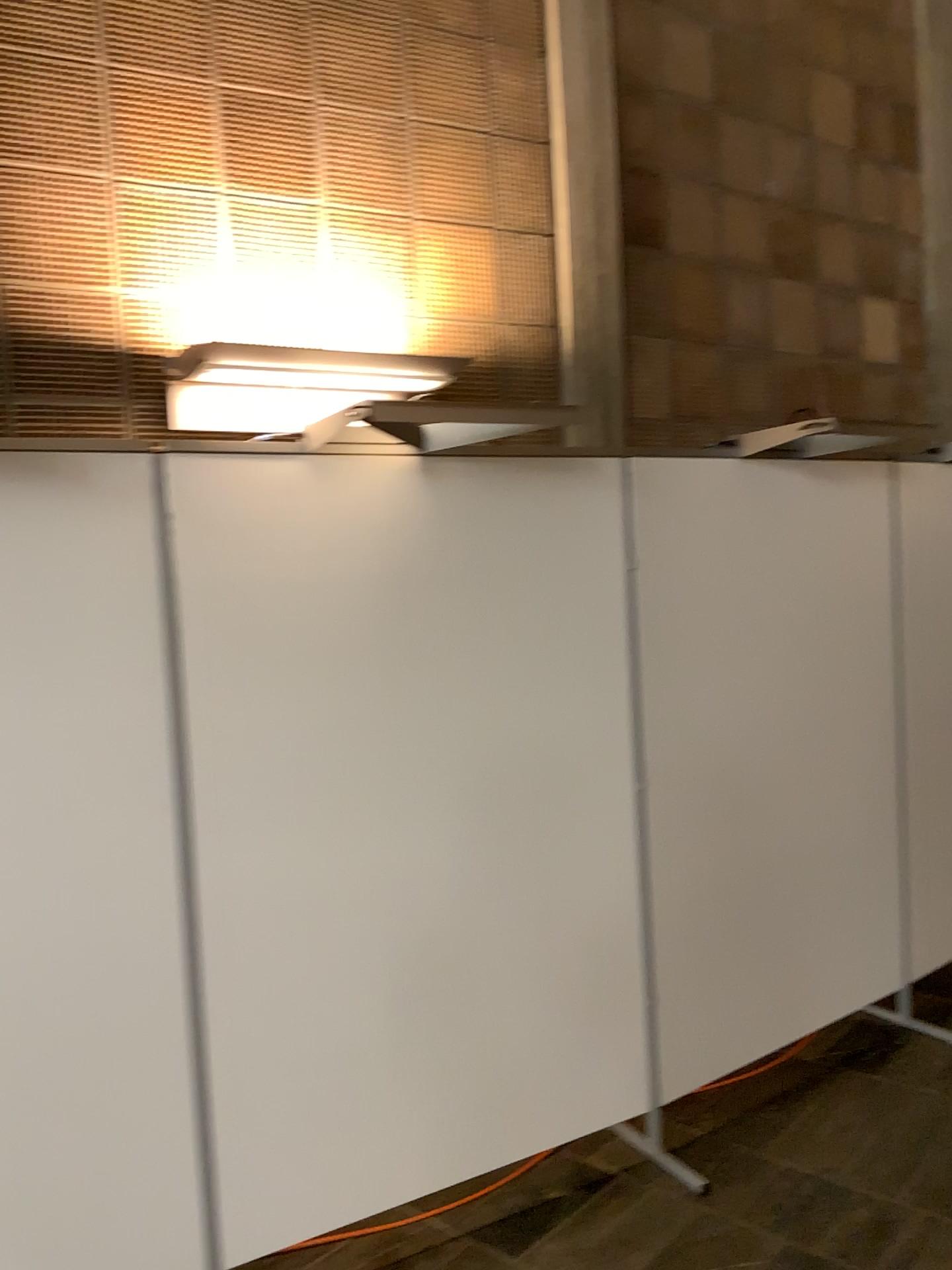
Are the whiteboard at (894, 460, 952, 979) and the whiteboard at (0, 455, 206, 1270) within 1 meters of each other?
no

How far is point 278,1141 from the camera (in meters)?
2.40

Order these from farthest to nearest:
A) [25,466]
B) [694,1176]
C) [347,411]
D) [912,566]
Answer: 1. [912,566]
2. [694,1176]
3. [347,411]
4. [25,466]

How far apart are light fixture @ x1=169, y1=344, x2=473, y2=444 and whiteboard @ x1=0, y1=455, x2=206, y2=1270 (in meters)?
0.29

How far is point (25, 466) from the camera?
2.1 meters

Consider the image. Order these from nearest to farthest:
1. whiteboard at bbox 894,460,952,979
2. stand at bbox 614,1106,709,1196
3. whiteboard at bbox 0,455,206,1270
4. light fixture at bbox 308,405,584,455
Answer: whiteboard at bbox 0,455,206,1270
light fixture at bbox 308,405,584,455
stand at bbox 614,1106,709,1196
whiteboard at bbox 894,460,952,979

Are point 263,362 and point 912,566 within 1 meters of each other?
no

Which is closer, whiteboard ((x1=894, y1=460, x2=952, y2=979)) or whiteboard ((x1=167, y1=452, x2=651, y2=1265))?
whiteboard ((x1=167, y1=452, x2=651, y2=1265))

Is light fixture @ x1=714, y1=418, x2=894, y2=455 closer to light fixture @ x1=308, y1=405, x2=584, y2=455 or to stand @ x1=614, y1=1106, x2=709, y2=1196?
light fixture @ x1=308, y1=405, x2=584, y2=455

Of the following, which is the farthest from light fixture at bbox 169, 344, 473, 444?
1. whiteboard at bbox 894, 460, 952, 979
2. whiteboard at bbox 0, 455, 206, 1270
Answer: whiteboard at bbox 894, 460, 952, 979
